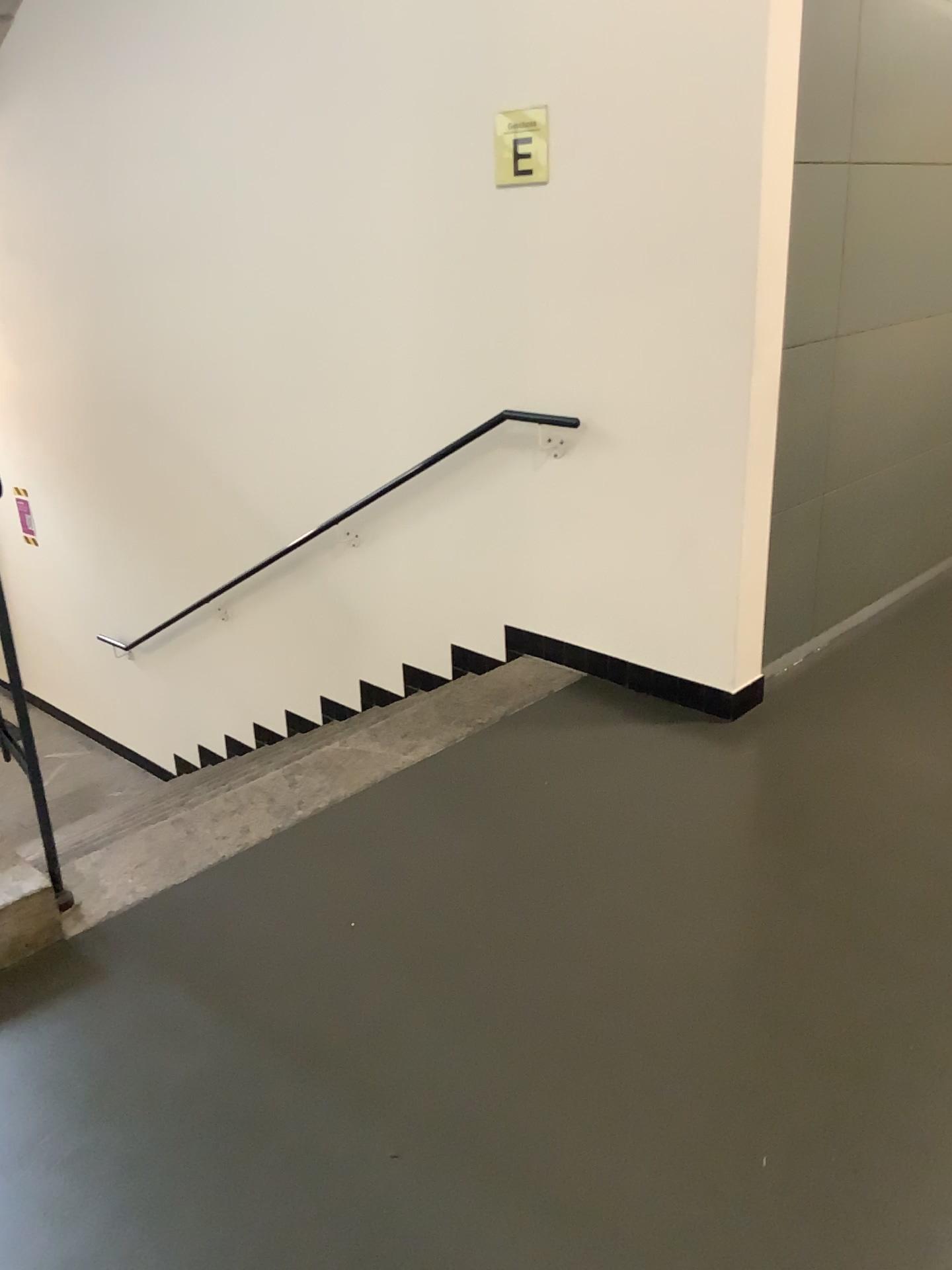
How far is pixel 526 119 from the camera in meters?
3.2 m

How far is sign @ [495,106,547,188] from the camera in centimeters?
321cm

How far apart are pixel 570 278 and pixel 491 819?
1.7 meters
